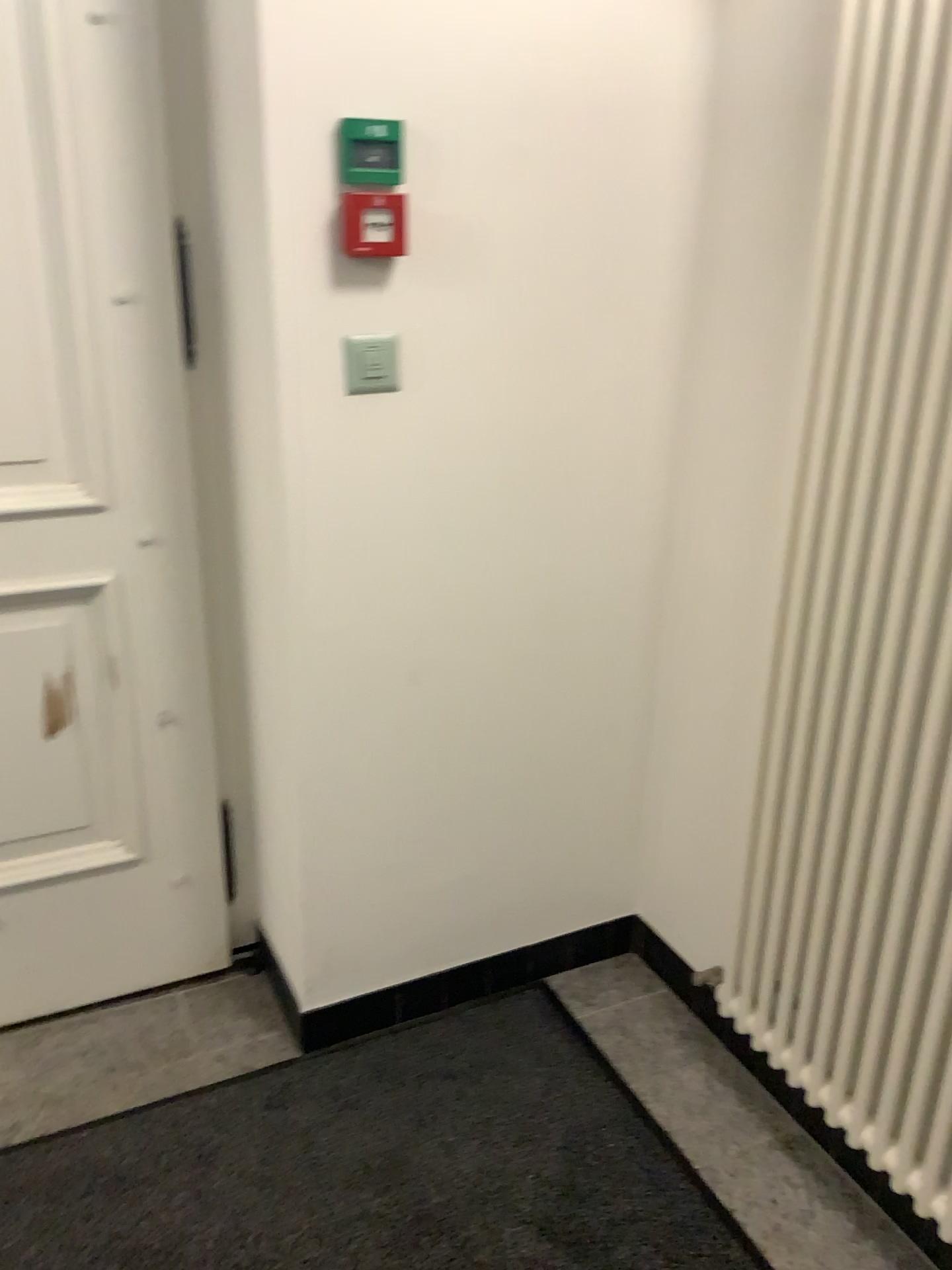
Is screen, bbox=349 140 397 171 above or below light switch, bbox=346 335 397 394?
above

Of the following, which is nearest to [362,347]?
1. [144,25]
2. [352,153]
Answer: [352,153]

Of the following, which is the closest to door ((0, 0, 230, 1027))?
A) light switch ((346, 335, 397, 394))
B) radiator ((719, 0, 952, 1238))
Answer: light switch ((346, 335, 397, 394))

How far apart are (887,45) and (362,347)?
0.82m

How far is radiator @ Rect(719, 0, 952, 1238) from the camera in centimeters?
132cm

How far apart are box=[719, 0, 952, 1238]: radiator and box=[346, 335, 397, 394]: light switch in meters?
0.6 m

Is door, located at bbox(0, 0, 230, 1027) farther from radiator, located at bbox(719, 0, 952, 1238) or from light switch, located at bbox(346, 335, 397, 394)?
radiator, located at bbox(719, 0, 952, 1238)

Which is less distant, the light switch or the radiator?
the radiator

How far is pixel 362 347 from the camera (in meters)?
1.66

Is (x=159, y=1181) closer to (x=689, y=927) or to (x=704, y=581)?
(x=689, y=927)
